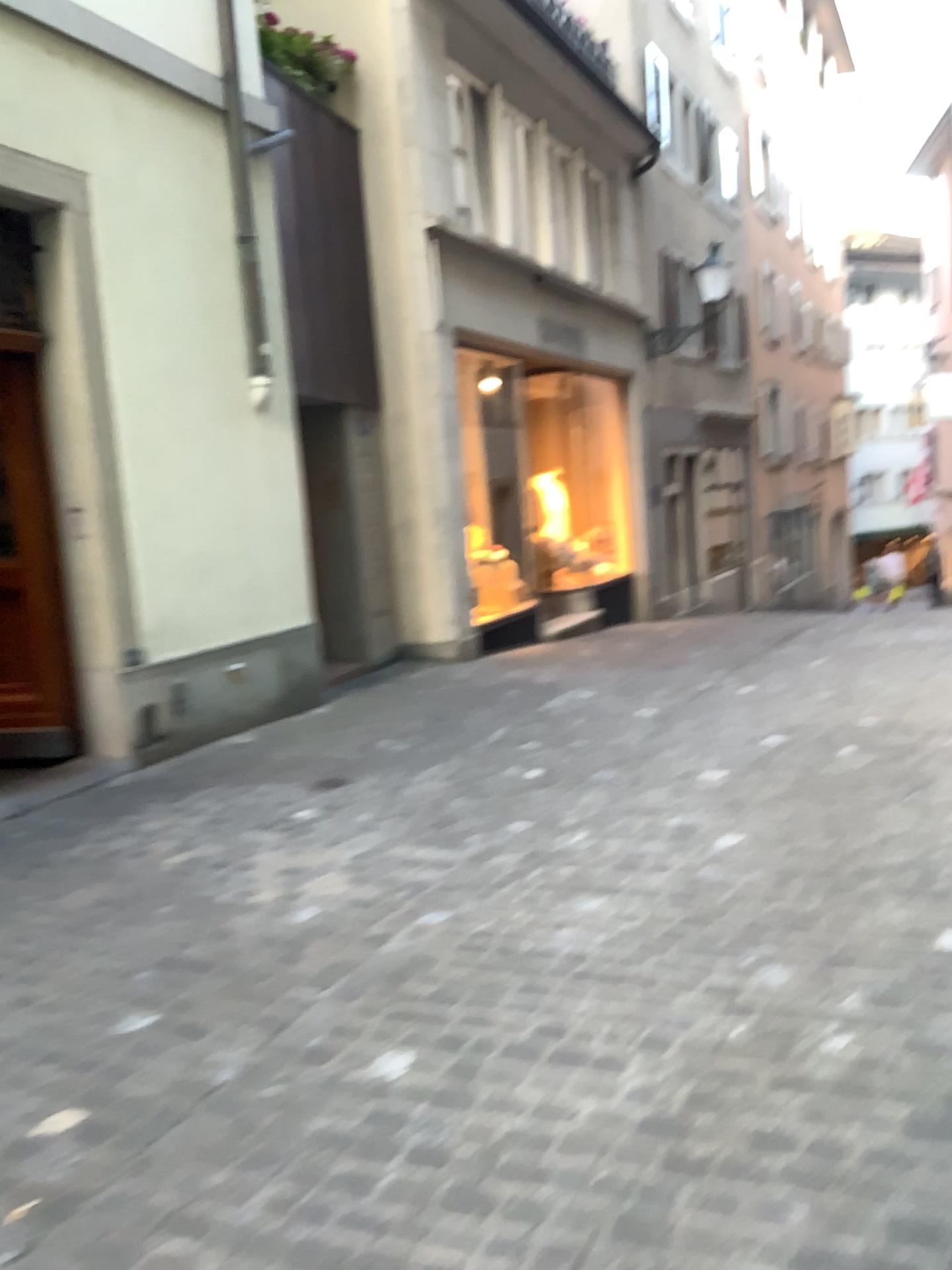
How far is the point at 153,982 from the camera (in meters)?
3.04
